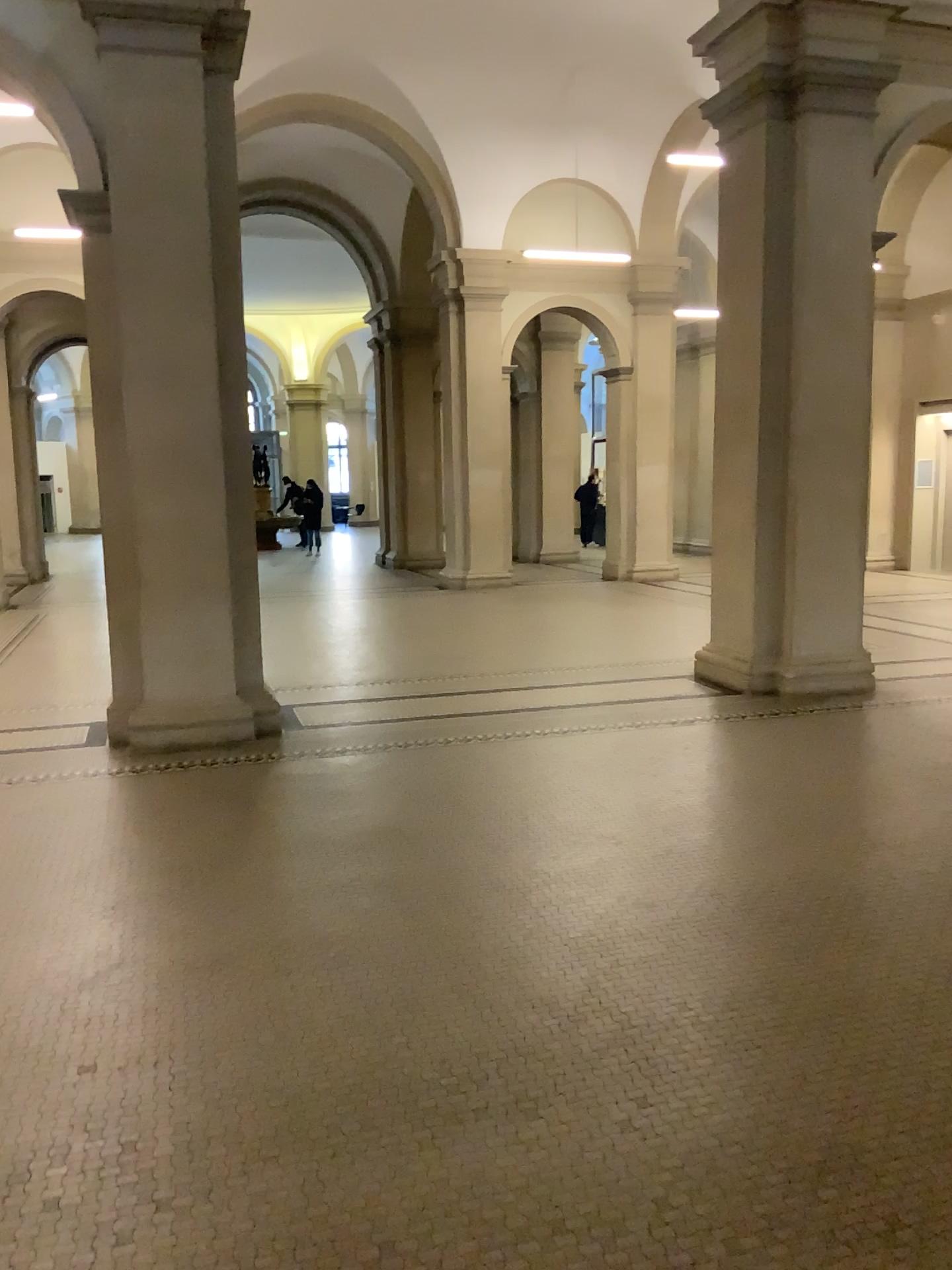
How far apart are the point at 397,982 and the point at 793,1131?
1.25m
